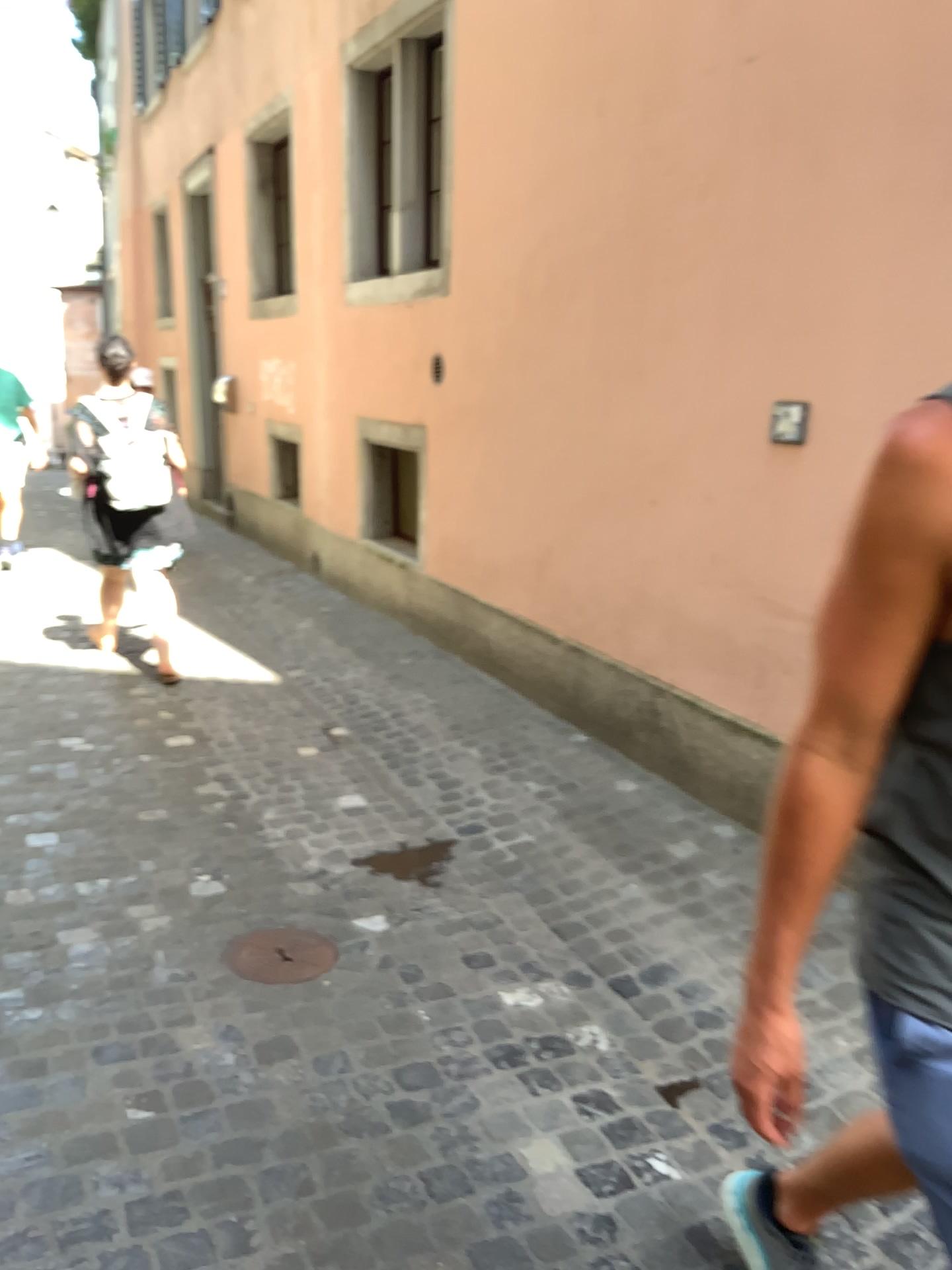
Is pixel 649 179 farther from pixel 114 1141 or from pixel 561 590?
pixel 114 1141

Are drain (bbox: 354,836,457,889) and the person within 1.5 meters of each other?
no

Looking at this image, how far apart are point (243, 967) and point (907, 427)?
2.2 meters

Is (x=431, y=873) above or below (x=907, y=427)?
below

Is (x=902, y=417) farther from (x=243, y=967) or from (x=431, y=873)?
(x=431, y=873)

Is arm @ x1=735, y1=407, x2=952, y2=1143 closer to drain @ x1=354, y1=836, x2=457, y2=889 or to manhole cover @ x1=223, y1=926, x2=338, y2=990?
manhole cover @ x1=223, y1=926, x2=338, y2=990

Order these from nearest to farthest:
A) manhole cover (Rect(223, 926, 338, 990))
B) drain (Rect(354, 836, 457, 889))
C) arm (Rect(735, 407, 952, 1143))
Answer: arm (Rect(735, 407, 952, 1143)) → manhole cover (Rect(223, 926, 338, 990)) → drain (Rect(354, 836, 457, 889))

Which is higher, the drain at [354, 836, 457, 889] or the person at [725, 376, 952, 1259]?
the person at [725, 376, 952, 1259]

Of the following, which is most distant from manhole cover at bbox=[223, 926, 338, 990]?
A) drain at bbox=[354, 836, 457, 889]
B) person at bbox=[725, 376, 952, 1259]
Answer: person at bbox=[725, 376, 952, 1259]

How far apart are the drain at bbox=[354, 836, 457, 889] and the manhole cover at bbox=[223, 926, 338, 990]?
0.49m
